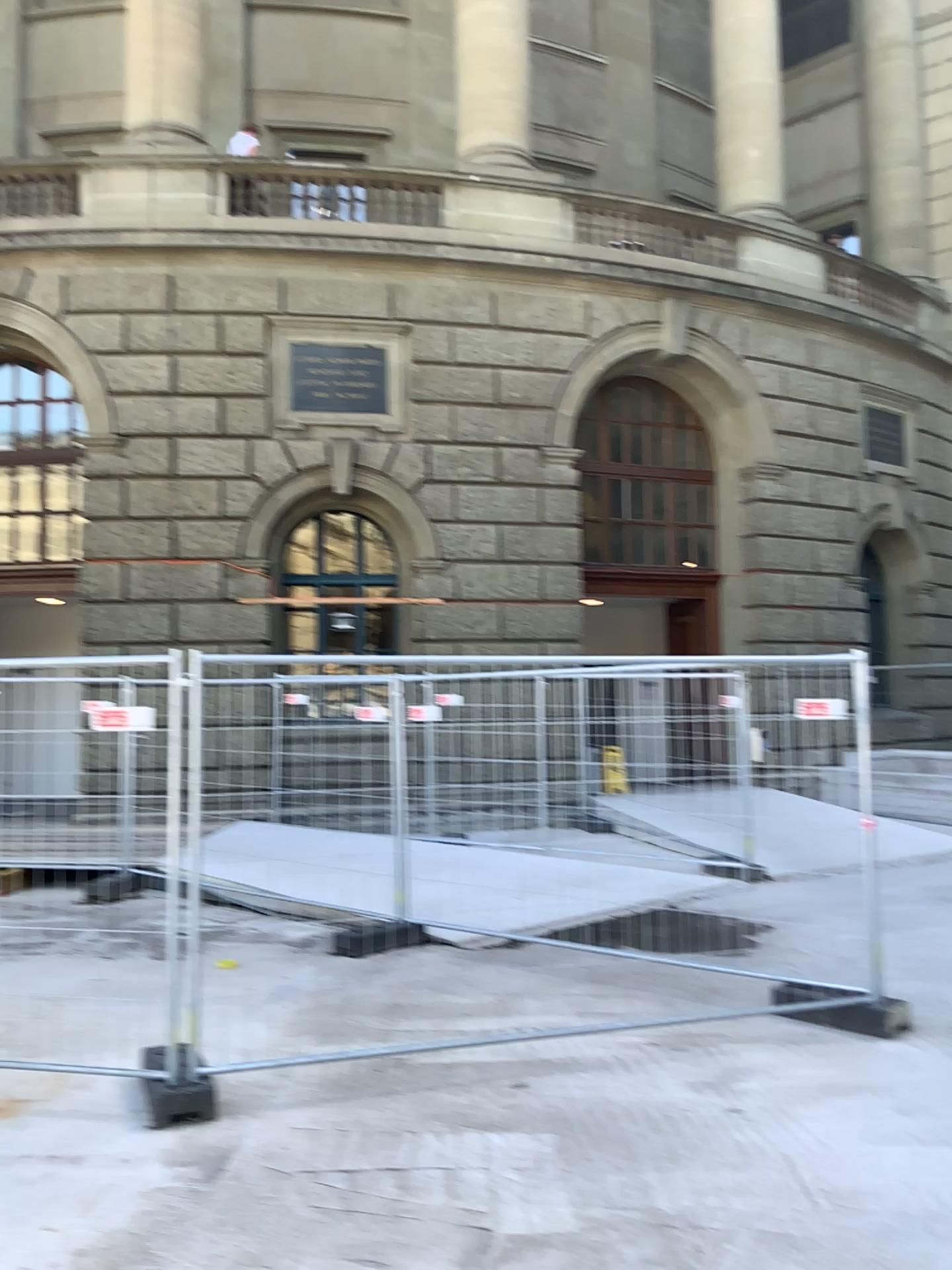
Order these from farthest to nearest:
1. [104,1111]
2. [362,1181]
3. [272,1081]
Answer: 1. [272,1081]
2. [104,1111]
3. [362,1181]
